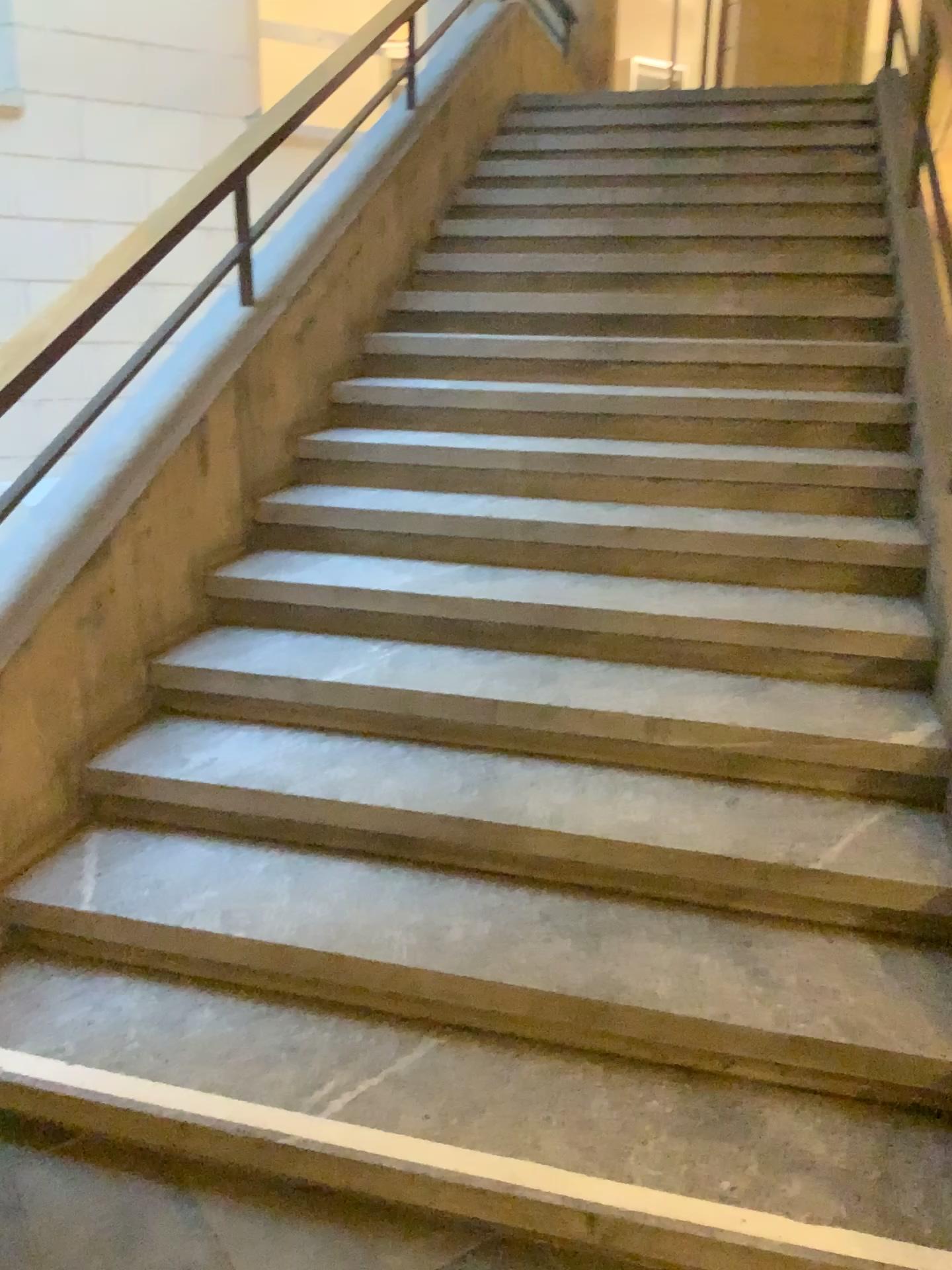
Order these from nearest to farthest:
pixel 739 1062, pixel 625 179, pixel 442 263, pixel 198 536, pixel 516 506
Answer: pixel 739 1062 < pixel 198 536 < pixel 516 506 < pixel 442 263 < pixel 625 179
